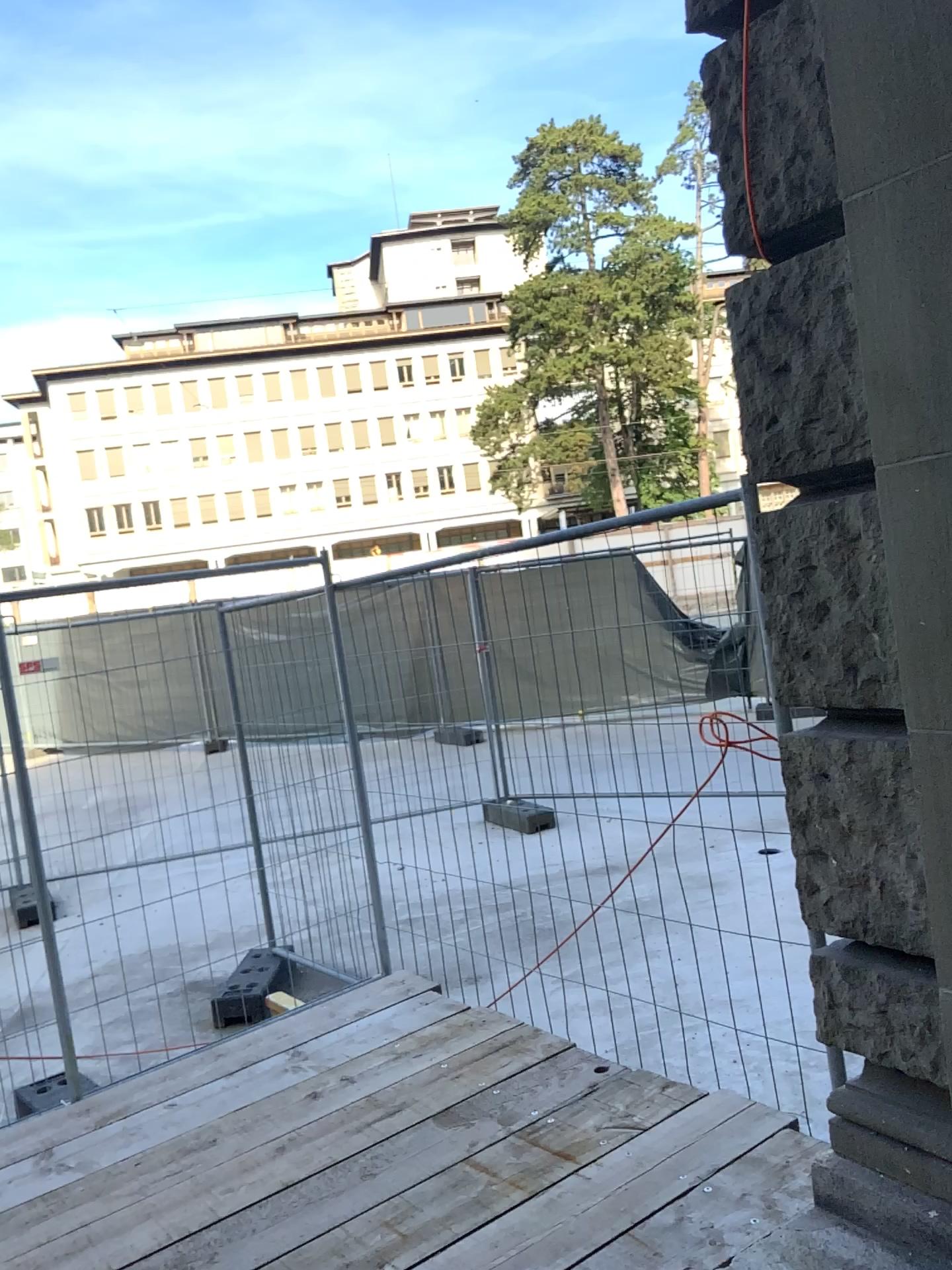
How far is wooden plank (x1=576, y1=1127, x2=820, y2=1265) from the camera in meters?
2.3 m

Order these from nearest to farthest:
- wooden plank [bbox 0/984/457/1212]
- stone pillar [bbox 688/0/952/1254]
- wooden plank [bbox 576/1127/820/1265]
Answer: stone pillar [bbox 688/0/952/1254] → wooden plank [bbox 576/1127/820/1265] → wooden plank [bbox 0/984/457/1212]

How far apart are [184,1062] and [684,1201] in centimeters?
197cm

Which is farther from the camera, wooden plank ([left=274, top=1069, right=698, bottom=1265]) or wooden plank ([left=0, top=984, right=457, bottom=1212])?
wooden plank ([left=0, top=984, right=457, bottom=1212])

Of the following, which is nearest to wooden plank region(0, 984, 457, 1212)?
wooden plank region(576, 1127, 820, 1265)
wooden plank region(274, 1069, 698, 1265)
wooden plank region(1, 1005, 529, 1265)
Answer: wooden plank region(1, 1005, 529, 1265)

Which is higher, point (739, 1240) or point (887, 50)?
point (887, 50)

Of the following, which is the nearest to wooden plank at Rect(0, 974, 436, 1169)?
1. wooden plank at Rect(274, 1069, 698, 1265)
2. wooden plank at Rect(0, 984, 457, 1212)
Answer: wooden plank at Rect(0, 984, 457, 1212)

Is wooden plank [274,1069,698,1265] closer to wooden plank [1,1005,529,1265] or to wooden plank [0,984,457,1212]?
wooden plank [1,1005,529,1265]

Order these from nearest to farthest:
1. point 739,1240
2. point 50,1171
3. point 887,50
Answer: point 887,50, point 739,1240, point 50,1171

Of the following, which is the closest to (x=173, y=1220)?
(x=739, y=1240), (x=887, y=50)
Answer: (x=739, y=1240)
